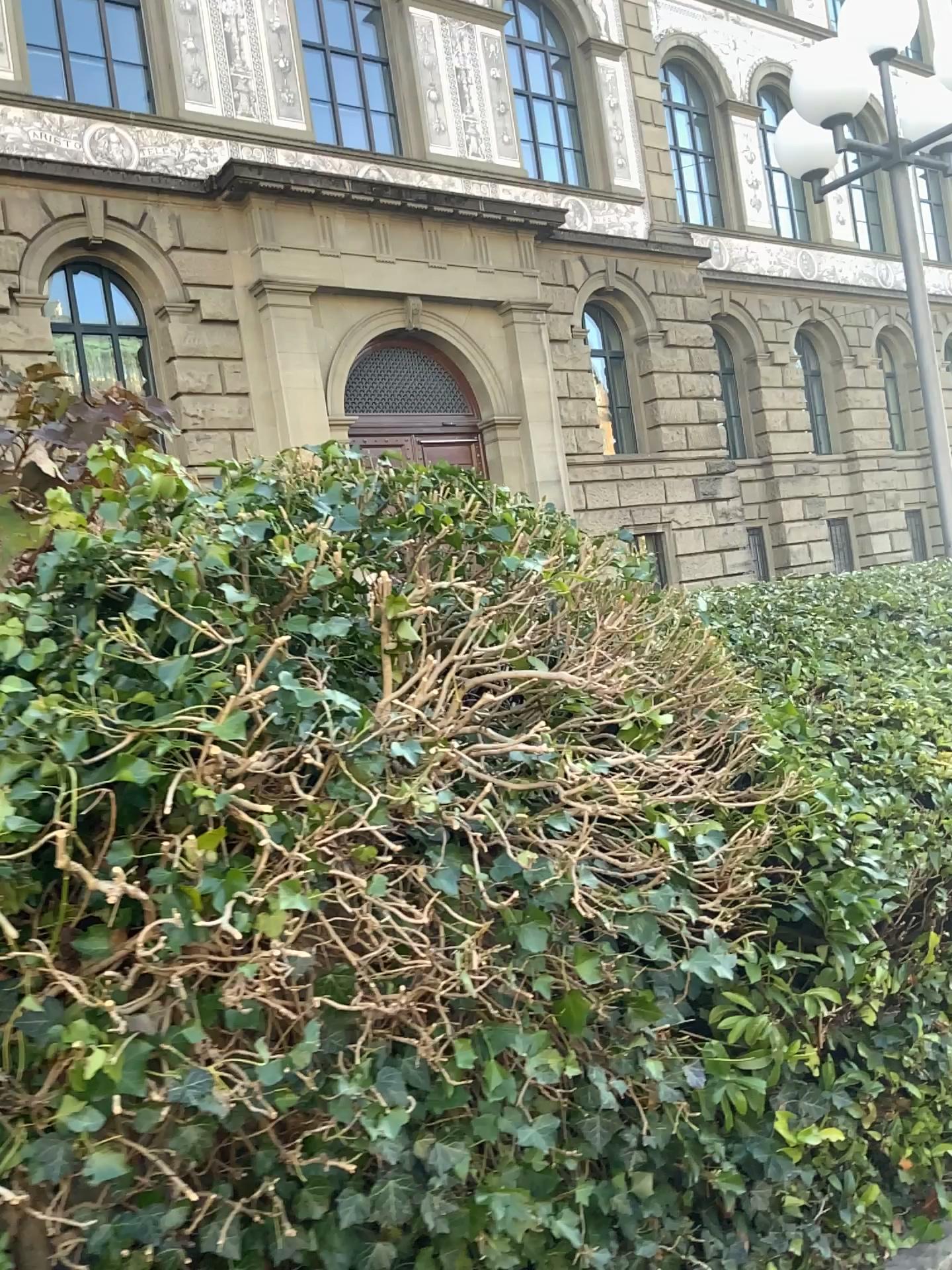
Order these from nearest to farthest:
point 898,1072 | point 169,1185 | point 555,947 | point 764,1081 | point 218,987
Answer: point 169,1185 → point 218,987 → point 555,947 → point 764,1081 → point 898,1072
